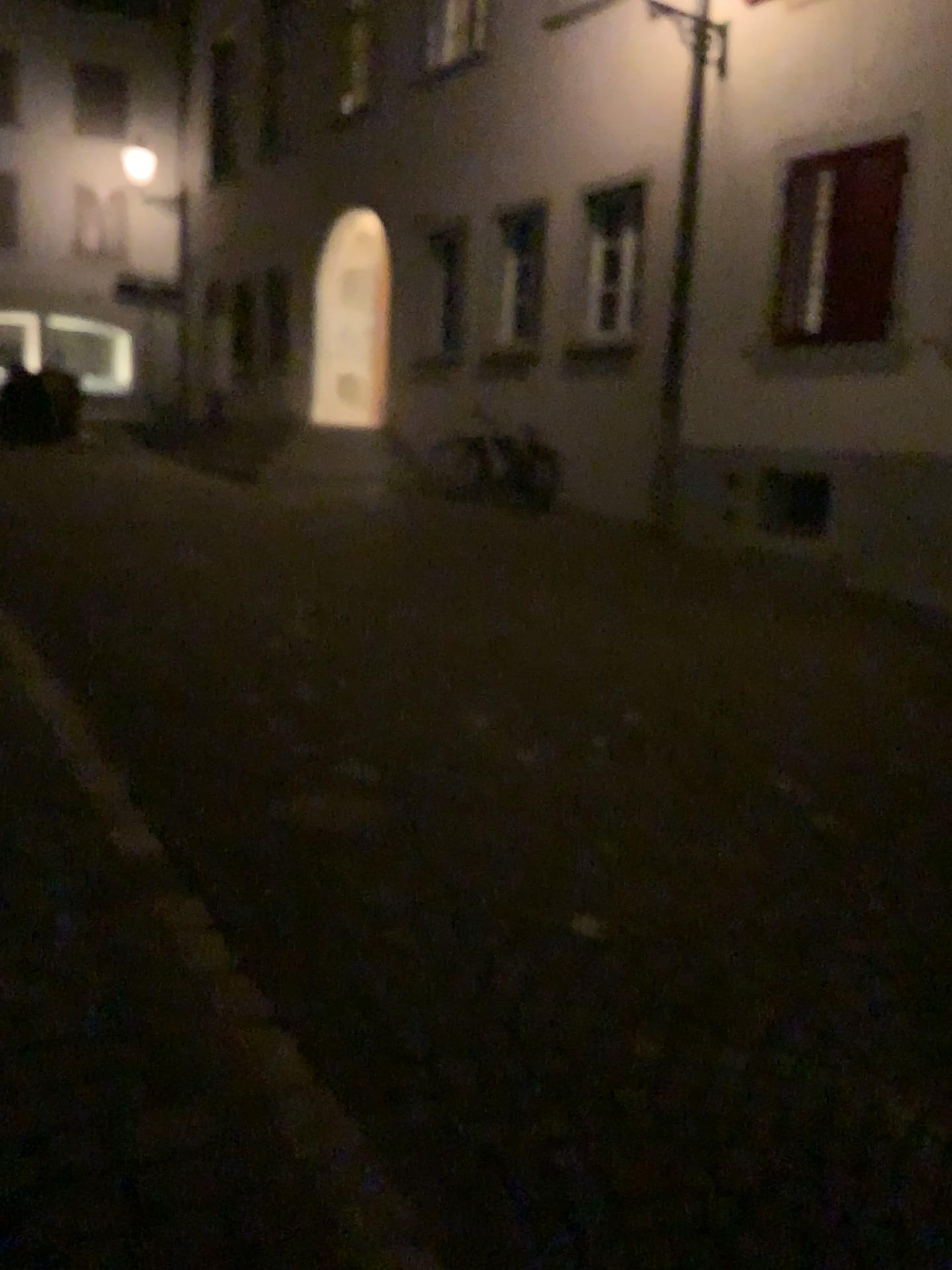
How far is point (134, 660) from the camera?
4.8 meters
